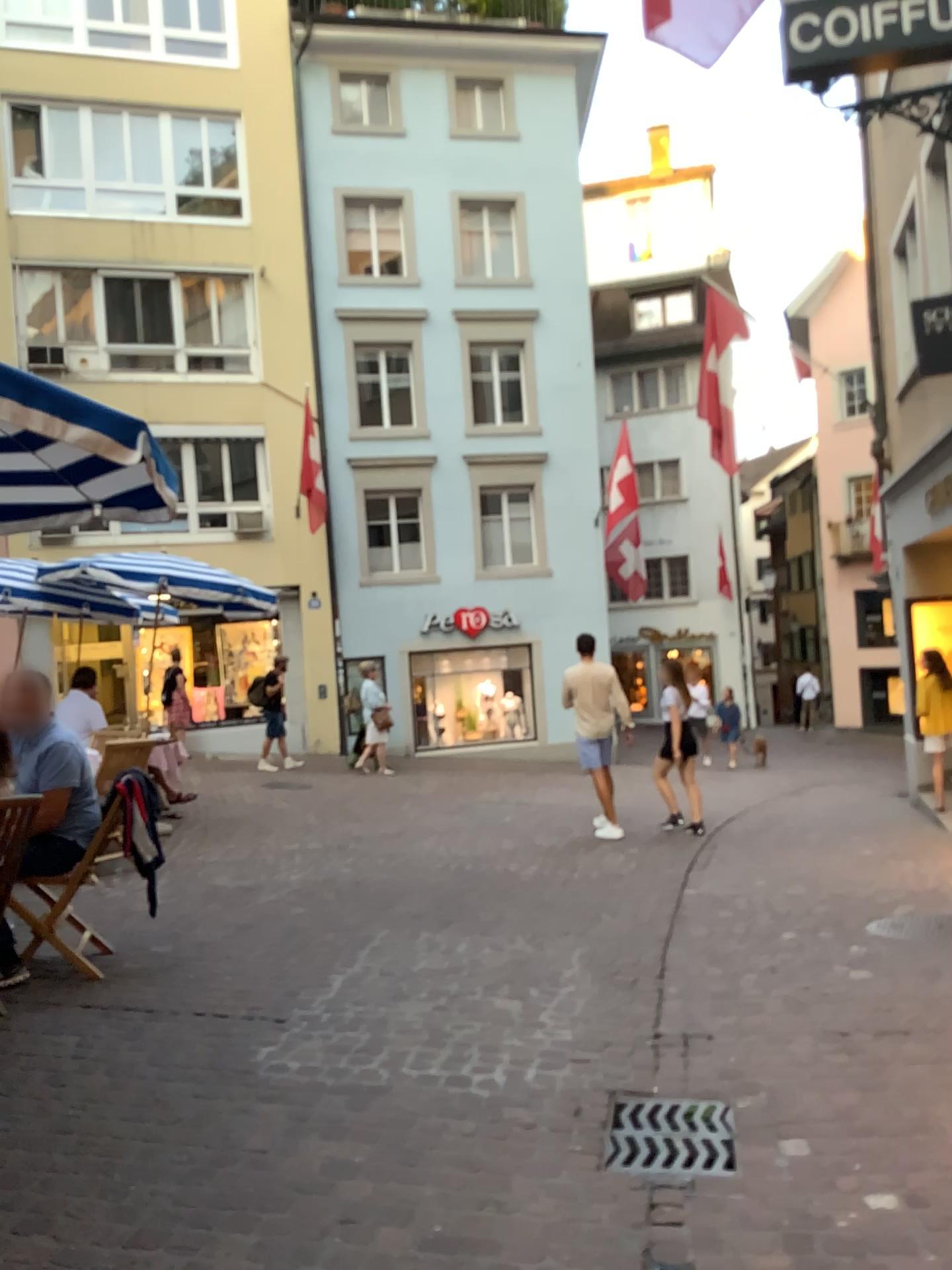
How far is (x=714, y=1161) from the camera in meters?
2.9 m

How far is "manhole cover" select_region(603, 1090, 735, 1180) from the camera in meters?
2.9

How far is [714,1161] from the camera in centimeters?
285cm

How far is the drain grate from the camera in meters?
2.9 m

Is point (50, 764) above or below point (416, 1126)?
above
